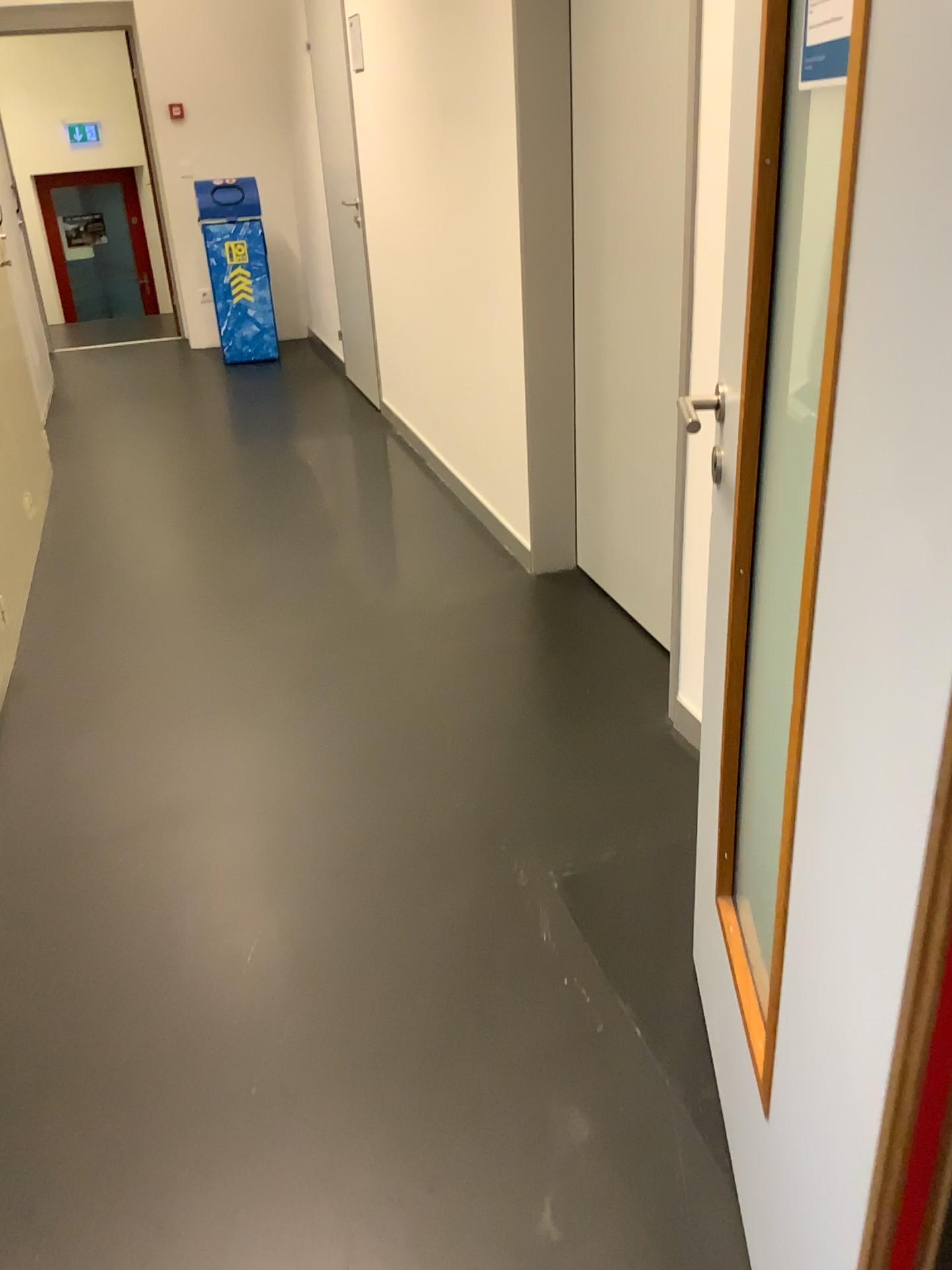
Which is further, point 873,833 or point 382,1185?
point 382,1185

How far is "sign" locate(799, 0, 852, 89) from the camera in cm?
85

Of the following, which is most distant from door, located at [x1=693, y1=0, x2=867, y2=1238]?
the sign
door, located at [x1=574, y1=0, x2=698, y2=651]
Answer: door, located at [x1=574, y1=0, x2=698, y2=651]

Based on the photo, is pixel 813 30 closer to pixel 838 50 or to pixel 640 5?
pixel 838 50

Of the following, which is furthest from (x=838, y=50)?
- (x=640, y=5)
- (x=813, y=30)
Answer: (x=640, y=5)

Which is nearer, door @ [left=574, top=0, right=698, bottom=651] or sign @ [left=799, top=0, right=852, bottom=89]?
sign @ [left=799, top=0, right=852, bottom=89]

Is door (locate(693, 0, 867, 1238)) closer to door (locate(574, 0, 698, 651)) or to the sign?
the sign

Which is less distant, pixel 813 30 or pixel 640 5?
pixel 813 30
